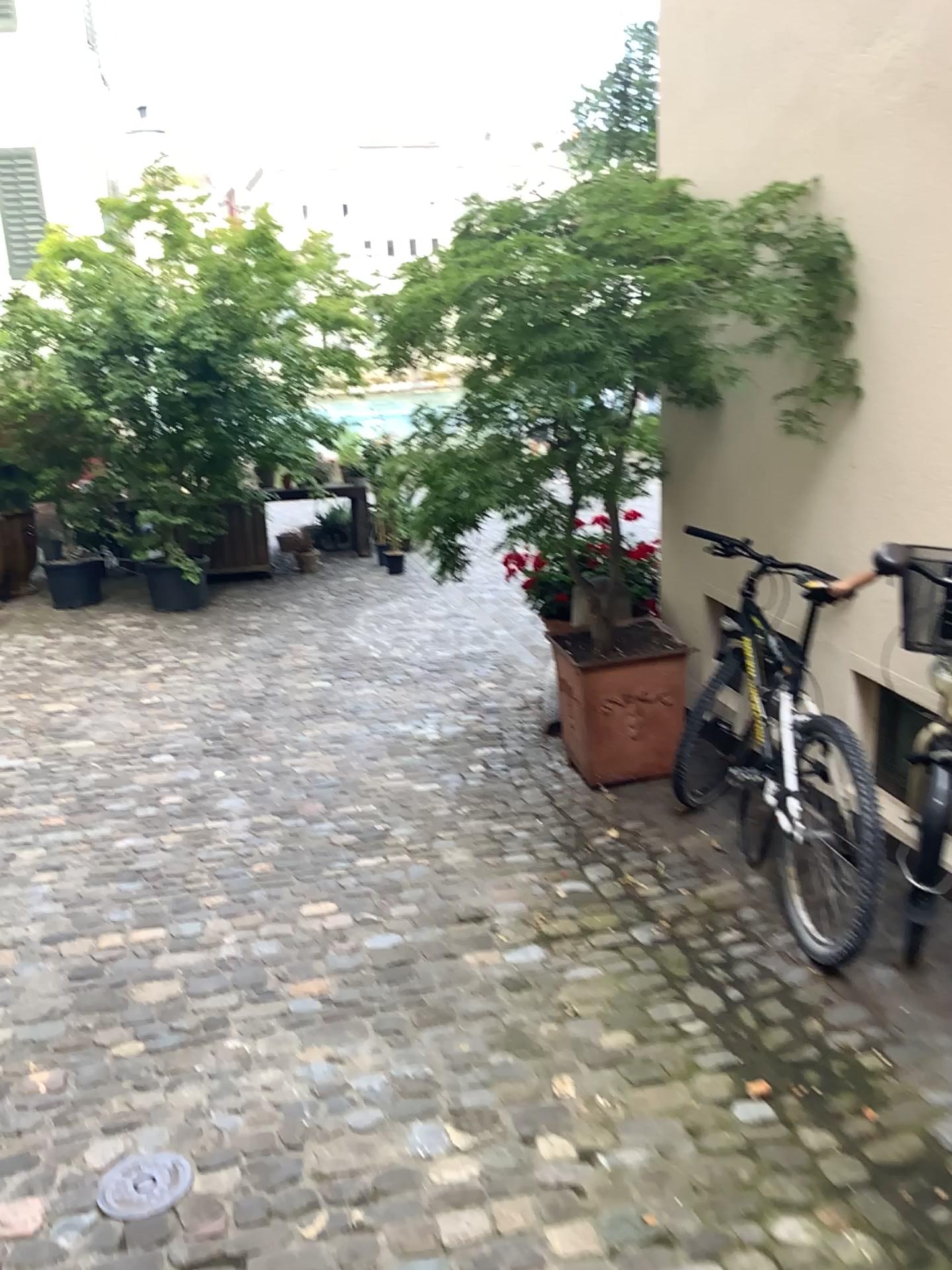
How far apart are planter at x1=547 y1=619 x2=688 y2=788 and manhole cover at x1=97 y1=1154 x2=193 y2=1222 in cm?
244

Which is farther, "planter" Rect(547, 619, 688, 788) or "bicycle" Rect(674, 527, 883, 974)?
"planter" Rect(547, 619, 688, 788)

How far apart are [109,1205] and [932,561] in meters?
2.6

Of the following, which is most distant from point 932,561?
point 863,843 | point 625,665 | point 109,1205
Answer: point 109,1205

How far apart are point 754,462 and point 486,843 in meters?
1.7 m

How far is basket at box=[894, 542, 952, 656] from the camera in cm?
301

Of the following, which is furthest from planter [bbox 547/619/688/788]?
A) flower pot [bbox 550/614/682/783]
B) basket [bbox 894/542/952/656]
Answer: basket [bbox 894/542/952/656]

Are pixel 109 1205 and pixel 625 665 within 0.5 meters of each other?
no

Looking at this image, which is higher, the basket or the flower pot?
the basket

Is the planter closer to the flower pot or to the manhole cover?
the flower pot
